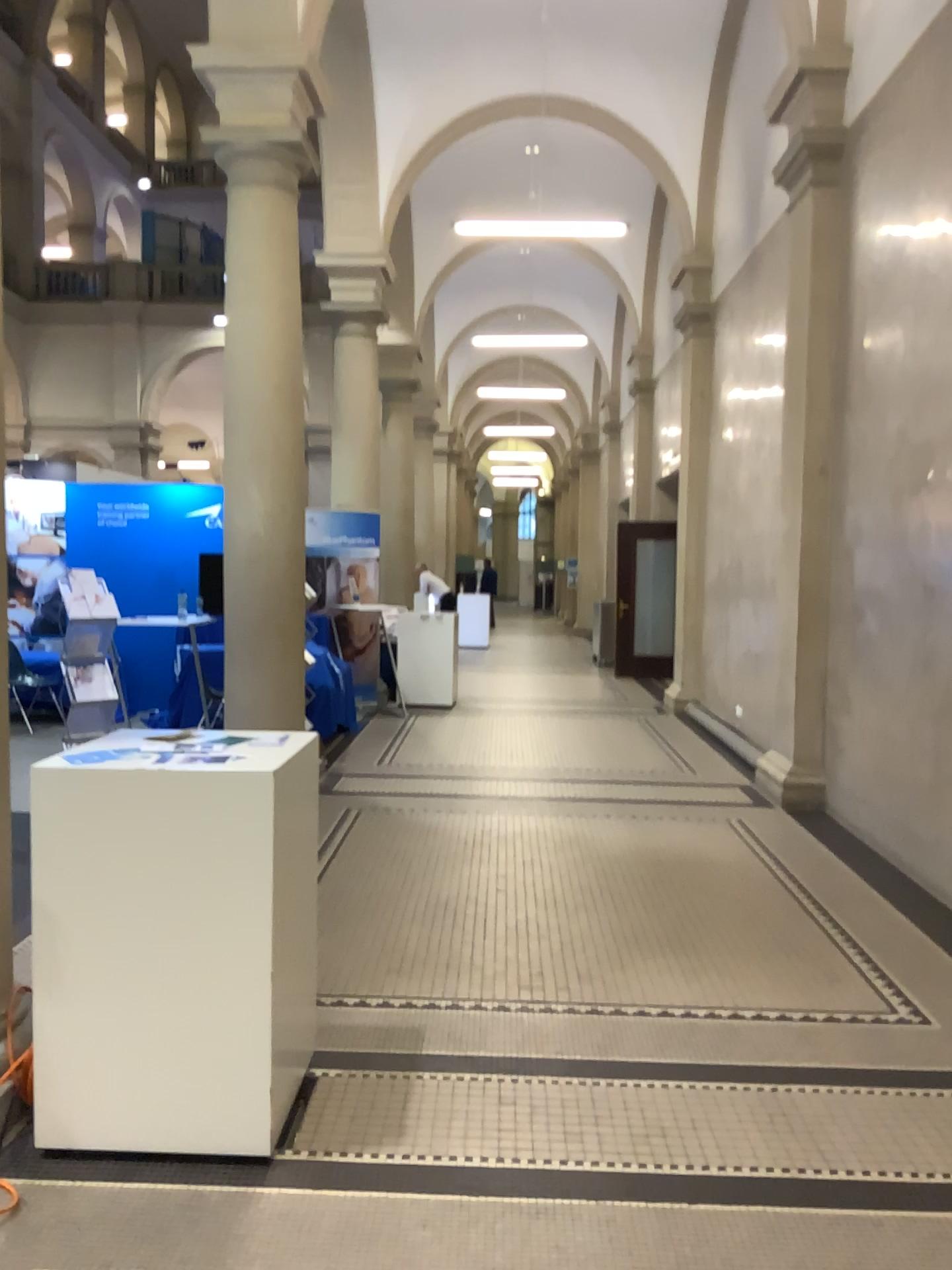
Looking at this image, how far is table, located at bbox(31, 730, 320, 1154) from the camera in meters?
2.6

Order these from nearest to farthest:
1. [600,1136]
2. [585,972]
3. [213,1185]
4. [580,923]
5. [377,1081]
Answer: [213,1185], [600,1136], [377,1081], [585,972], [580,923]

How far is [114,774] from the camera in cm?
258
